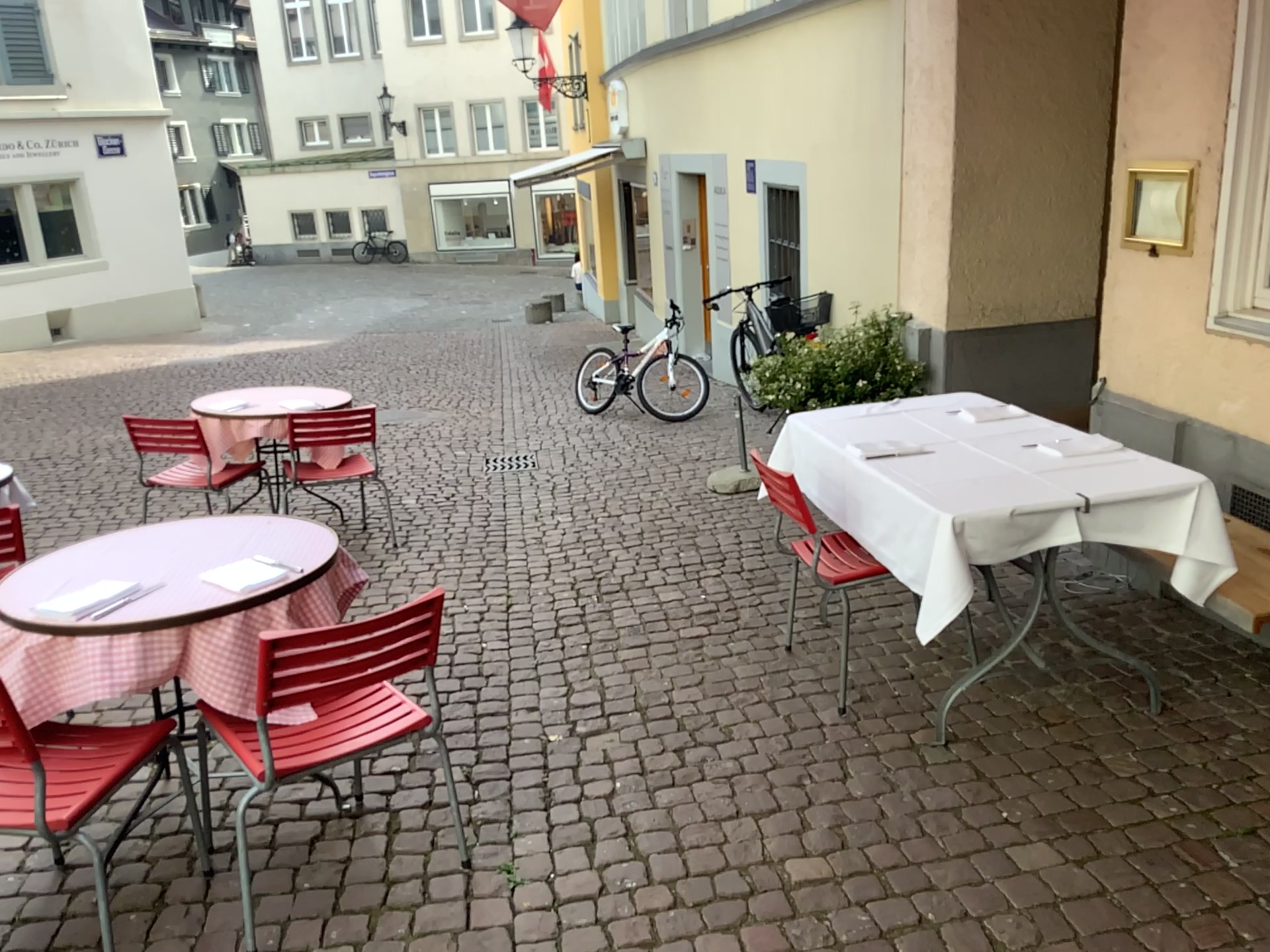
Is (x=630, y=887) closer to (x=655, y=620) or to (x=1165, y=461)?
(x=655, y=620)

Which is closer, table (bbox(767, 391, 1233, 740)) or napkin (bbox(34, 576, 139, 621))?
napkin (bbox(34, 576, 139, 621))

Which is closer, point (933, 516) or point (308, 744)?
point (308, 744)

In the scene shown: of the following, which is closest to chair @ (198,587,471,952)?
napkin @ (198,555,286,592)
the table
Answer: napkin @ (198,555,286,592)

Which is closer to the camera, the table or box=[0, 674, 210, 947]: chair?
box=[0, 674, 210, 947]: chair

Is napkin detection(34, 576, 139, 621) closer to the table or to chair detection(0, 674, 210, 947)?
chair detection(0, 674, 210, 947)

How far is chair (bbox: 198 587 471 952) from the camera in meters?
2.3 m

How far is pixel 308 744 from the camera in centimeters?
226cm

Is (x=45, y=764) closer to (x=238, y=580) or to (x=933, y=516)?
(x=238, y=580)

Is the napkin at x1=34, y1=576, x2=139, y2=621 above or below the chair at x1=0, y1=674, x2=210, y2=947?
above
